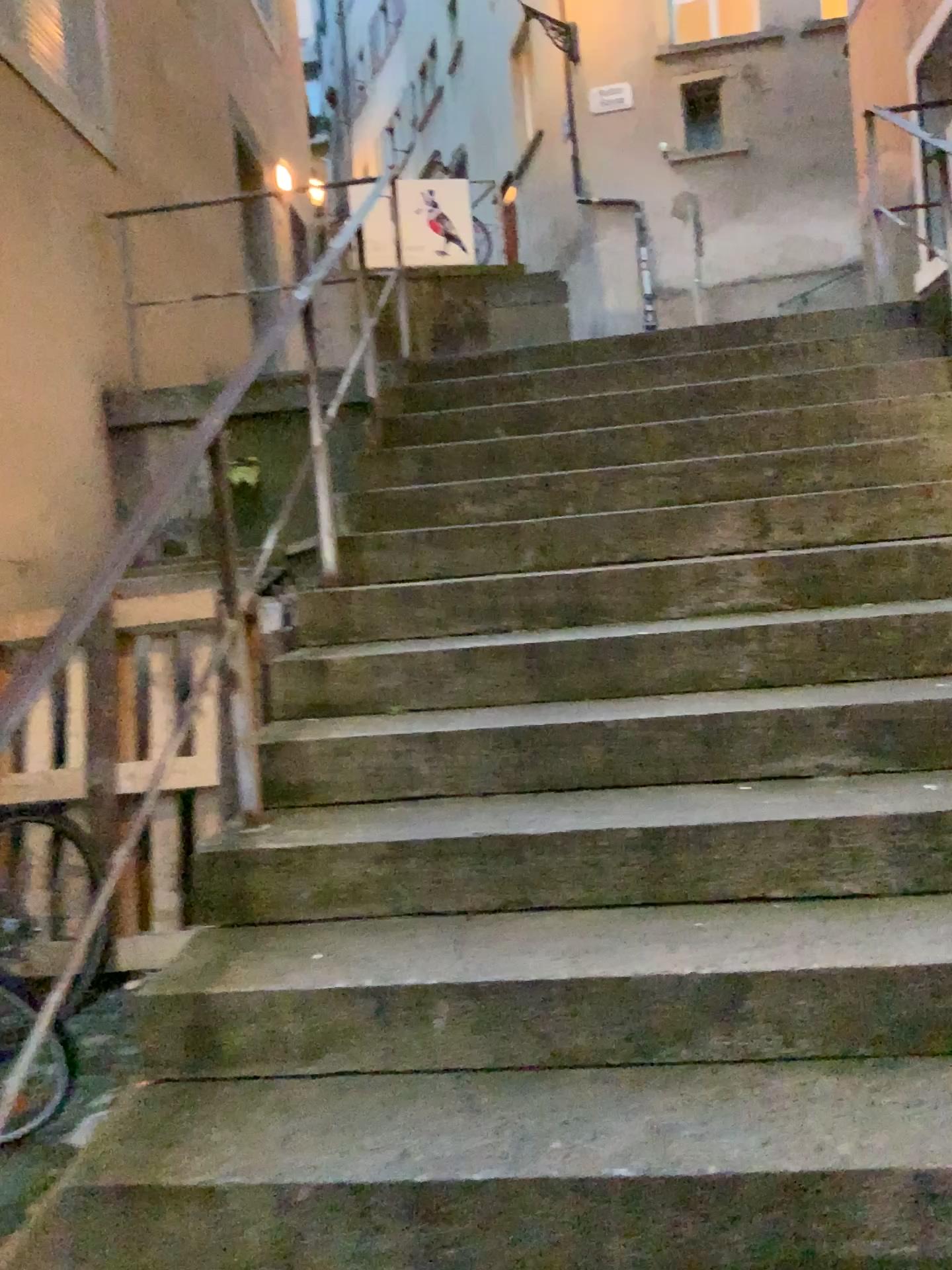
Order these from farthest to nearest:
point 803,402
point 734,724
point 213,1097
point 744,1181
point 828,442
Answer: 1. point 803,402
2. point 828,442
3. point 734,724
4. point 213,1097
5. point 744,1181
